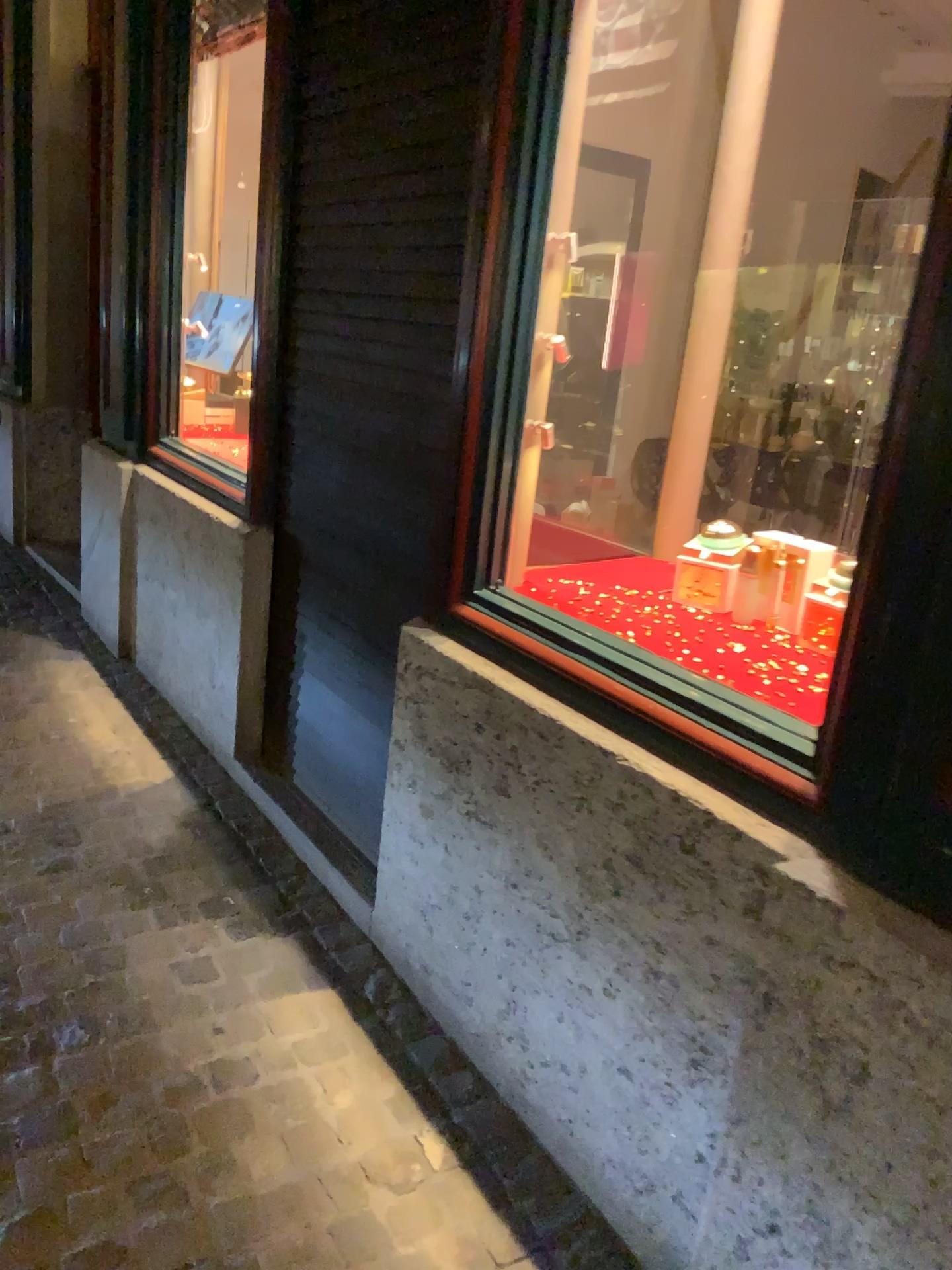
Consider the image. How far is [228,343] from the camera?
3.6 meters

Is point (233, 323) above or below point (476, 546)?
above

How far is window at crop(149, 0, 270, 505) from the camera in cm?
354

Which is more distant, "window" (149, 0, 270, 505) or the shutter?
"window" (149, 0, 270, 505)

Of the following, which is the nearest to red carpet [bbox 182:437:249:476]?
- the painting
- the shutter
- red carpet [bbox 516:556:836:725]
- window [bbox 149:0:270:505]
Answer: window [bbox 149:0:270:505]

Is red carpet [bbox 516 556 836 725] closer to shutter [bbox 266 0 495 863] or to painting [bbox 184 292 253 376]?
shutter [bbox 266 0 495 863]

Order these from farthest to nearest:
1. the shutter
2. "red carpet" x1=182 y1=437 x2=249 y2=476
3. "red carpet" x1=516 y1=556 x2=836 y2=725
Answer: "red carpet" x1=182 y1=437 x2=249 y2=476, the shutter, "red carpet" x1=516 y1=556 x2=836 y2=725

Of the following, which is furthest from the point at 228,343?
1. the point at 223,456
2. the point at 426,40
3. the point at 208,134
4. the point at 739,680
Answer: the point at 739,680

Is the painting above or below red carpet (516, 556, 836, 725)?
above

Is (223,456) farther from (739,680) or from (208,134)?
(739,680)
